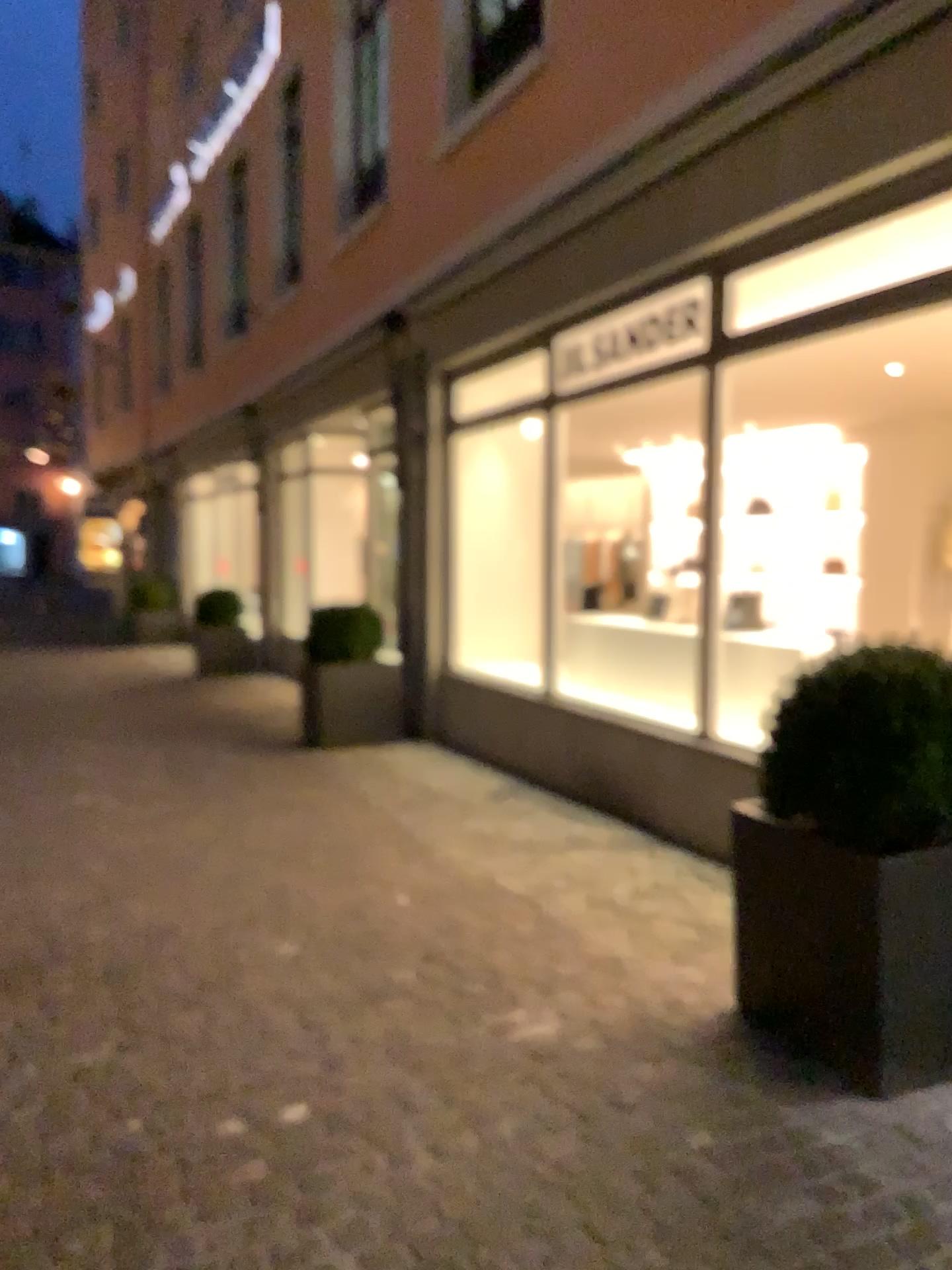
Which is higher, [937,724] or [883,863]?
[937,724]

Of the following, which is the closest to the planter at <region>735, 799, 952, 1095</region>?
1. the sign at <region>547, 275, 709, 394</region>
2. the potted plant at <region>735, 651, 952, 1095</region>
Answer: the potted plant at <region>735, 651, 952, 1095</region>

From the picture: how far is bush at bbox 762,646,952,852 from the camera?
2.5m

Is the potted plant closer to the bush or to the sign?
the bush

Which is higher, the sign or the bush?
the sign

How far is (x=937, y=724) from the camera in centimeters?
248cm

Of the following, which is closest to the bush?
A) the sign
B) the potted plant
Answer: the potted plant

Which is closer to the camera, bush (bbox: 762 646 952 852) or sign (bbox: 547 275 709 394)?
bush (bbox: 762 646 952 852)

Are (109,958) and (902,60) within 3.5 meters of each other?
no

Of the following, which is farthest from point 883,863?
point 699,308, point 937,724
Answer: point 699,308
